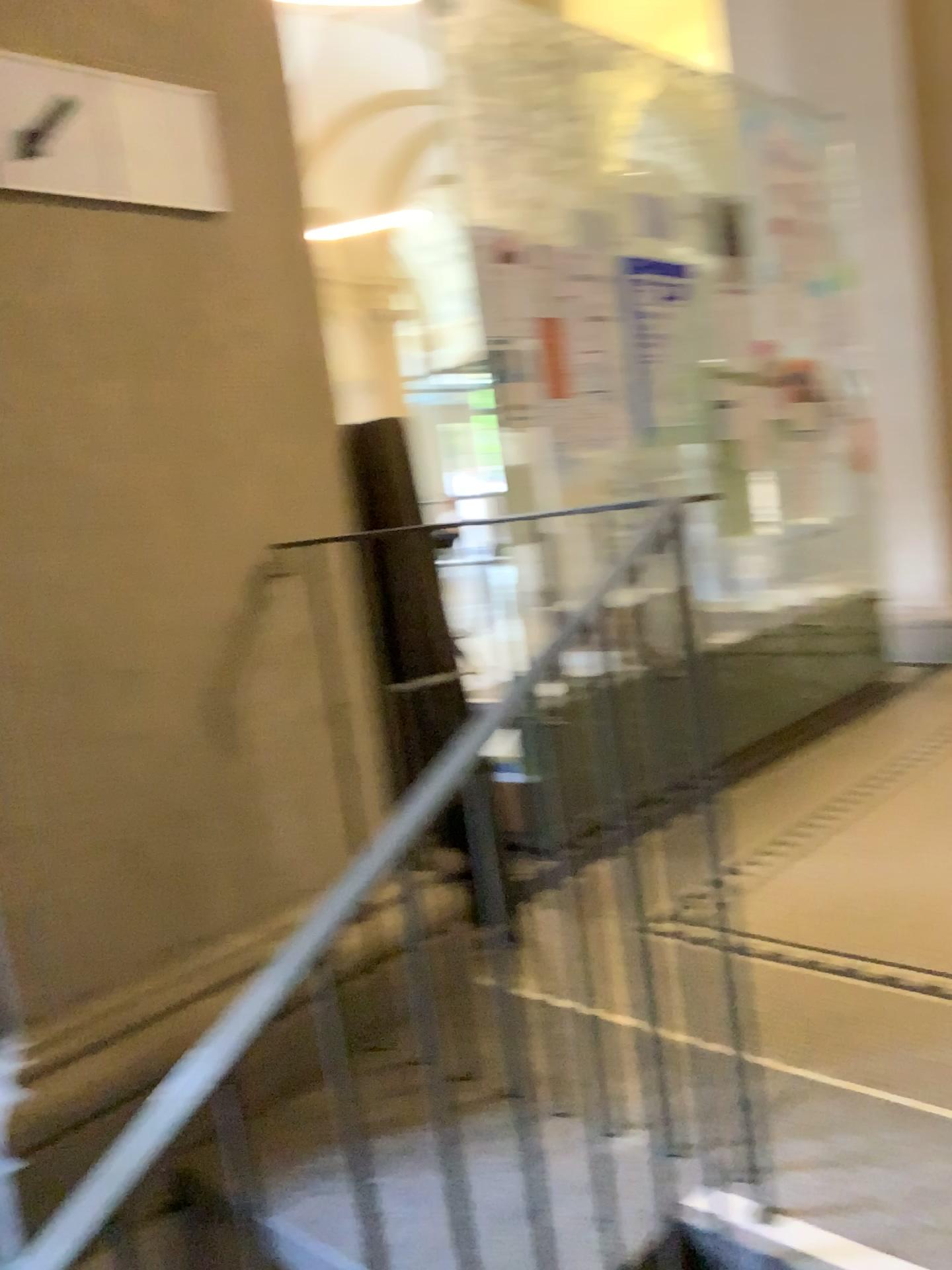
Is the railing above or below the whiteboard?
below

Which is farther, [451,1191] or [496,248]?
[496,248]

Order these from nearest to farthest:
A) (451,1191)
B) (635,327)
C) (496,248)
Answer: (451,1191) < (496,248) < (635,327)

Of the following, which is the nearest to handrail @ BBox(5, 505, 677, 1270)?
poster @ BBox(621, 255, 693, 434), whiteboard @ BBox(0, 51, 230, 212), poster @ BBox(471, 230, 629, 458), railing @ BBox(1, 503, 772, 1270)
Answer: railing @ BBox(1, 503, 772, 1270)

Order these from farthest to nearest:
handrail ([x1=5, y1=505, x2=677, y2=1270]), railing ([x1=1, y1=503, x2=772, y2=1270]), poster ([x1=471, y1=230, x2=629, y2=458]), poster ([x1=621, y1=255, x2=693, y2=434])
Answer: poster ([x1=621, y1=255, x2=693, y2=434])
poster ([x1=471, y1=230, x2=629, y2=458])
railing ([x1=1, y1=503, x2=772, y2=1270])
handrail ([x1=5, y1=505, x2=677, y2=1270])

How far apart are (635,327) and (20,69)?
2.12m

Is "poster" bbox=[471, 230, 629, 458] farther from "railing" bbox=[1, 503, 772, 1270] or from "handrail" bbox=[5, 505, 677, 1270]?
"handrail" bbox=[5, 505, 677, 1270]

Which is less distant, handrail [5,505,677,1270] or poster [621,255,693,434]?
handrail [5,505,677,1270]

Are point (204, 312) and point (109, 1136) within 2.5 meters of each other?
yes

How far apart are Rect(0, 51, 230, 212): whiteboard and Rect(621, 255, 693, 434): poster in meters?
1.7
